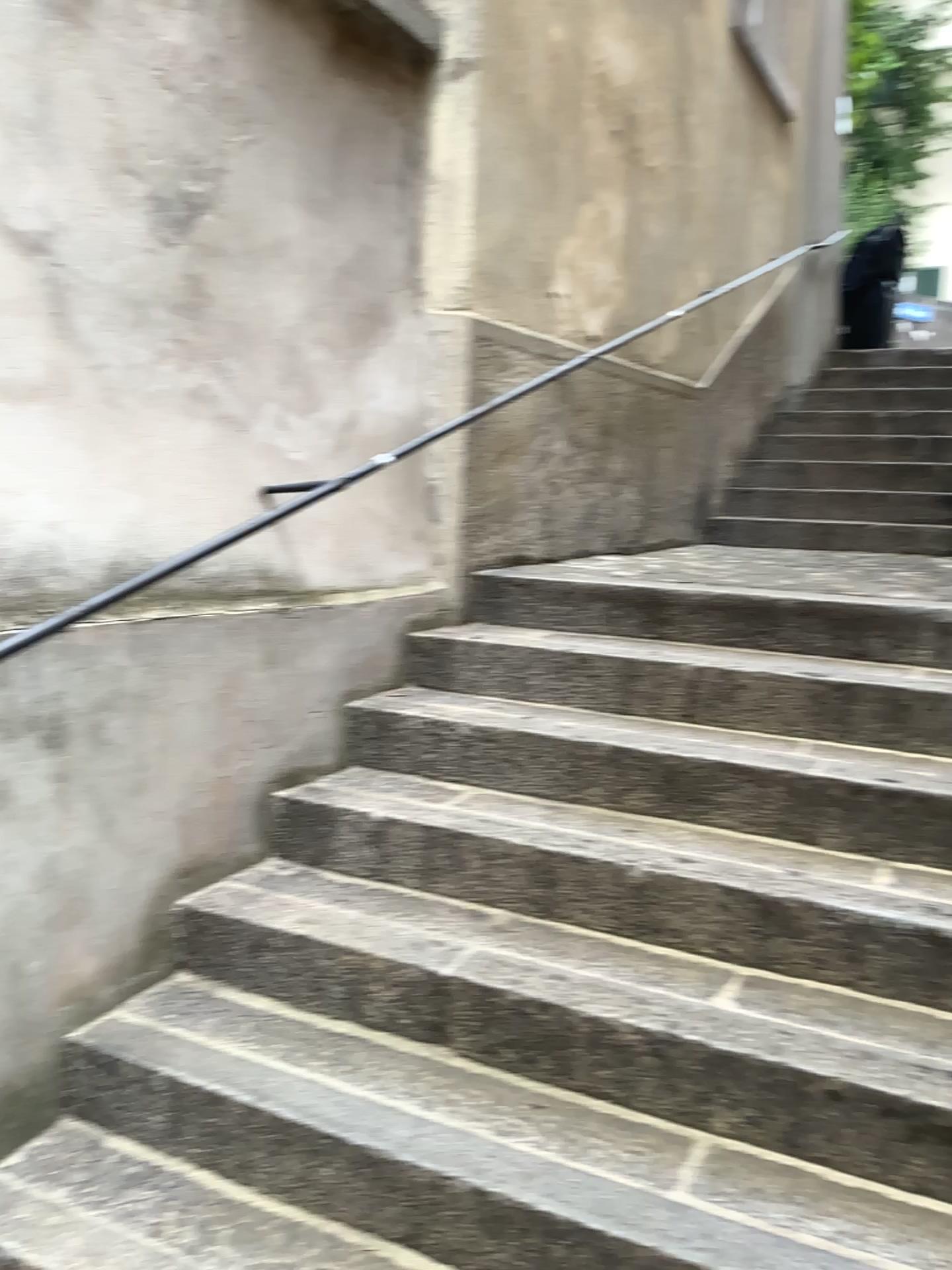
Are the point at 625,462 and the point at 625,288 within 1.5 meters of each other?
yes
